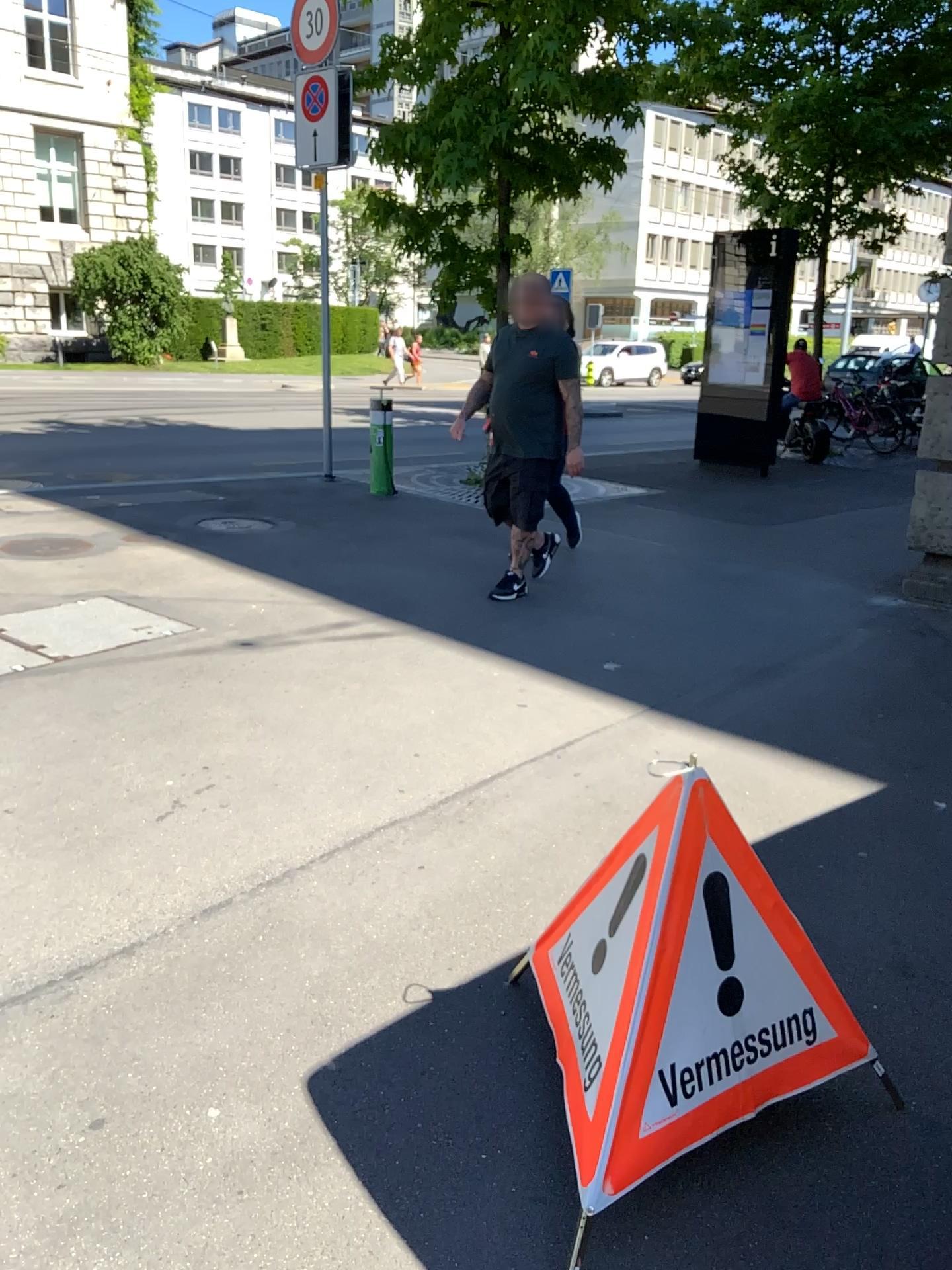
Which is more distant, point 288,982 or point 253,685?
point 253,685

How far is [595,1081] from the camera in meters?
1.7

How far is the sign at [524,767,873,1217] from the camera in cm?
169
